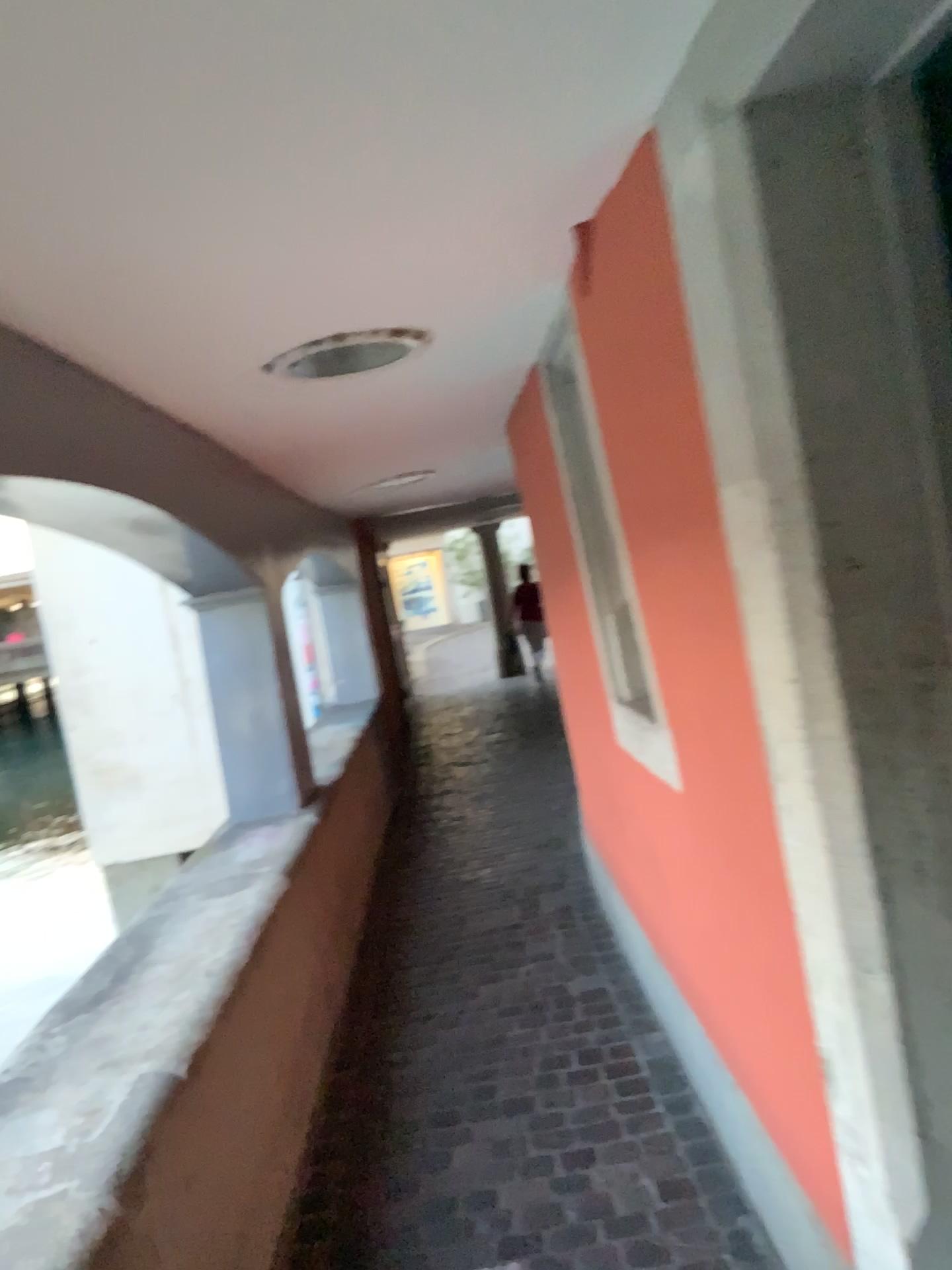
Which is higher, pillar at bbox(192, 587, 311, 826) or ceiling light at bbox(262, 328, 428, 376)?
ceiling light at bbox(262, 328, 428, 376)

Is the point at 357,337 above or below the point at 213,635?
above

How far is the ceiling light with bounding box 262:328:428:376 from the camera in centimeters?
239cm

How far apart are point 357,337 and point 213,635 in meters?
2.0 m

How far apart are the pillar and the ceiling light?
1.6m

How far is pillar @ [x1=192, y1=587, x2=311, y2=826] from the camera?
4.1 meters

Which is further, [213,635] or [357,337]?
[213,635]

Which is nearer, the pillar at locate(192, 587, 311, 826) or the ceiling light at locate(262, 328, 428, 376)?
the ceiling light at locate(262, 328, 428, 376)

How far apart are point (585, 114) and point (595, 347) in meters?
0.6
